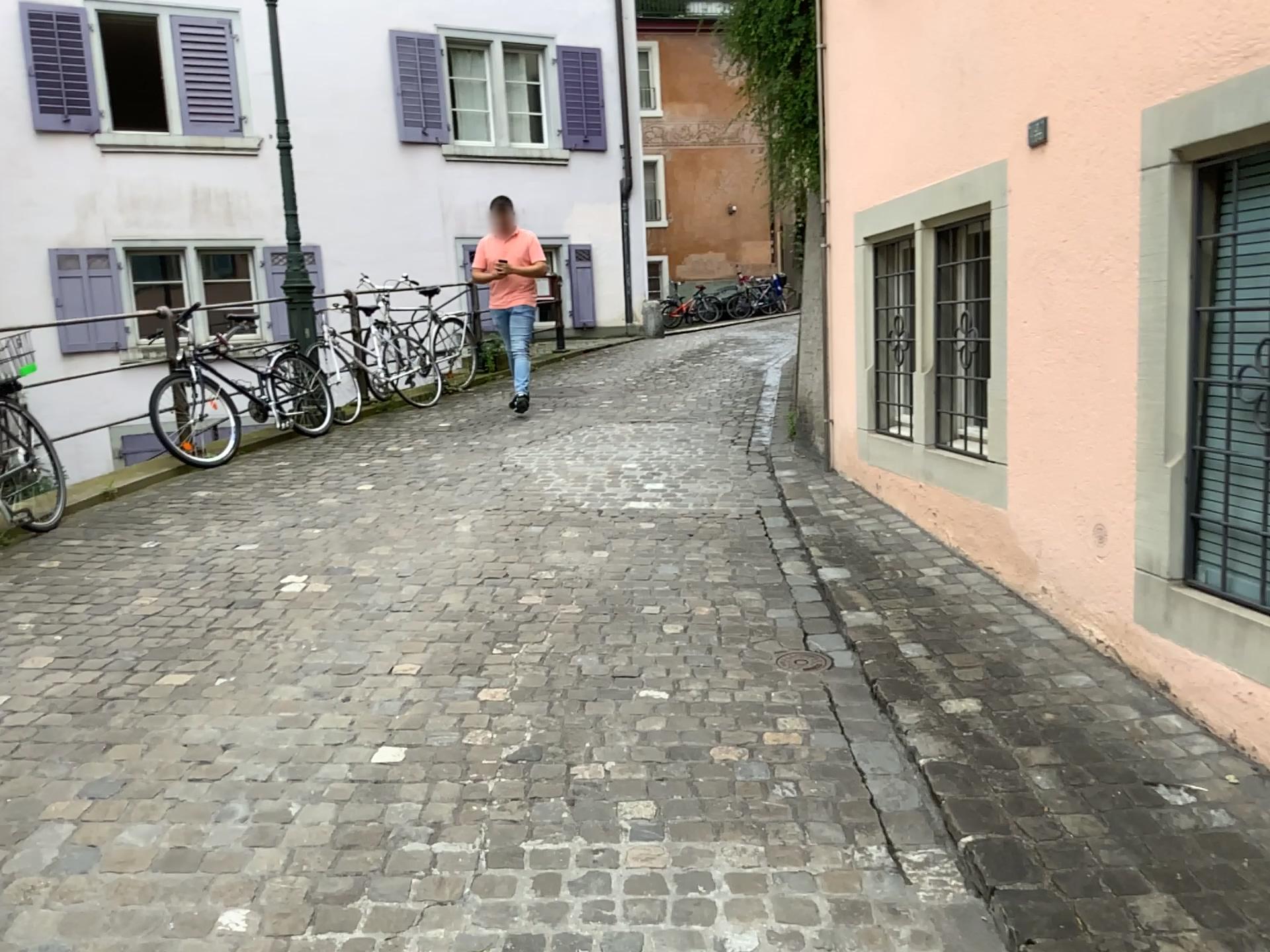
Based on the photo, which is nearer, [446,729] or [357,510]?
[446,729]
